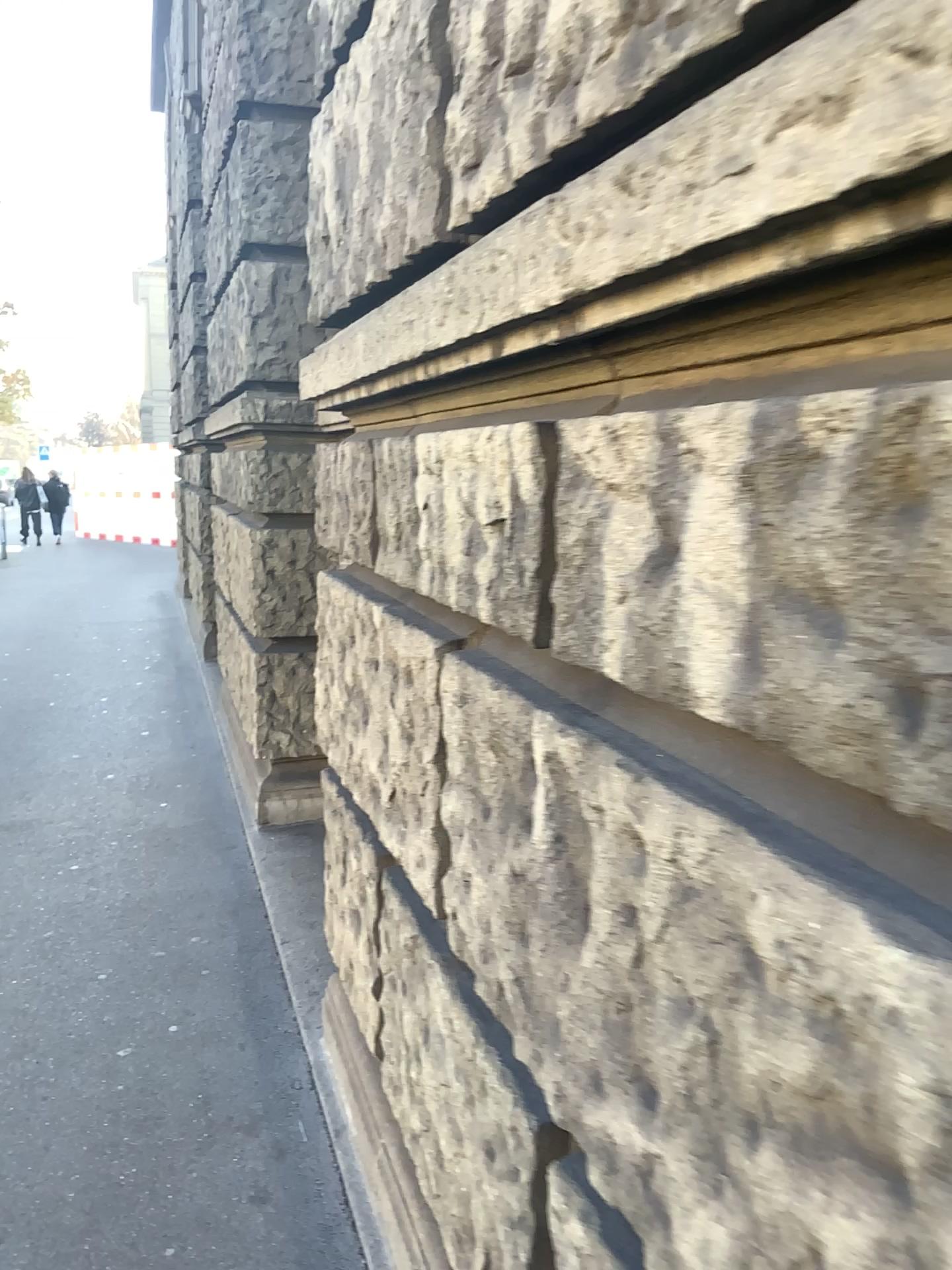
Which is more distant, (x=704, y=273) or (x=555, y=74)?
(x=555, y=74)
